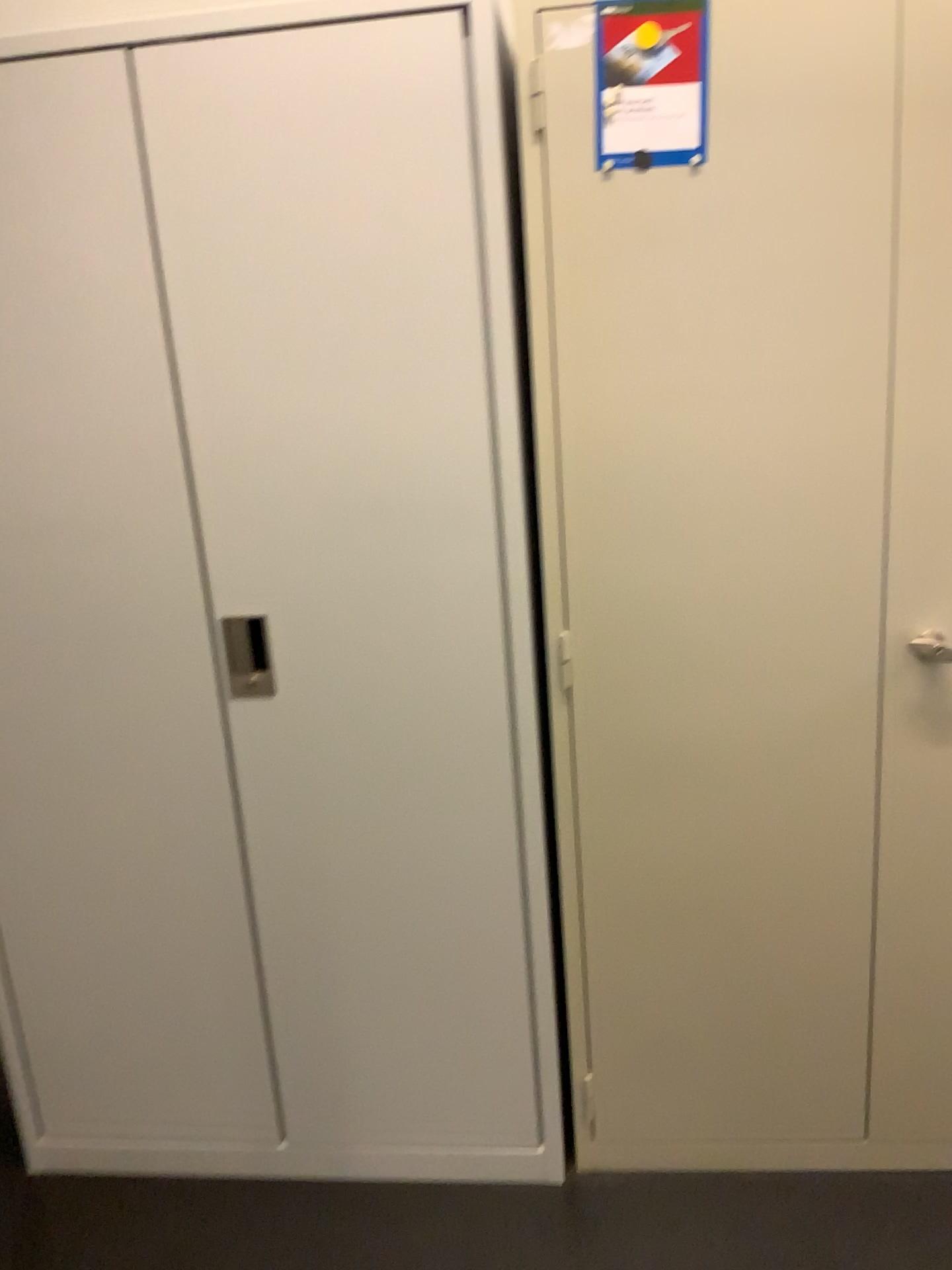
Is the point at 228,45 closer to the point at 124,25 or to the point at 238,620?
the point at 124,25

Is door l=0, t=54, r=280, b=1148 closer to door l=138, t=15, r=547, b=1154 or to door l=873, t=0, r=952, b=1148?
door l=138, t=15, r=547, b=1154

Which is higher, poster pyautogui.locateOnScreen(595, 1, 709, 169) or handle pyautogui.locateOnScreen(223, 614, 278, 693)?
poster pyautogui.locateOnScreen(595, 1, 709, 169)

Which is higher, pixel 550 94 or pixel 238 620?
pixel 550 94

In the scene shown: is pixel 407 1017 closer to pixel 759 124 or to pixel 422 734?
pixel 422 734

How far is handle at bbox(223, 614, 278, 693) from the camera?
1.66m

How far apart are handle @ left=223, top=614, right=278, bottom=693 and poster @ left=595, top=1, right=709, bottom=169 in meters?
0.8

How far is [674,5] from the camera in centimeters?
141cm

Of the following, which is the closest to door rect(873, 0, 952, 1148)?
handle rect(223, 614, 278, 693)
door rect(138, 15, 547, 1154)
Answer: door rect(138, 15, 547, 1154)

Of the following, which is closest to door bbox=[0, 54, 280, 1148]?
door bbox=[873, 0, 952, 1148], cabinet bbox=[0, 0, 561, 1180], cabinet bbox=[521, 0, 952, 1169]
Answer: cabinet bbox=[0, 0, 561, 1180]
